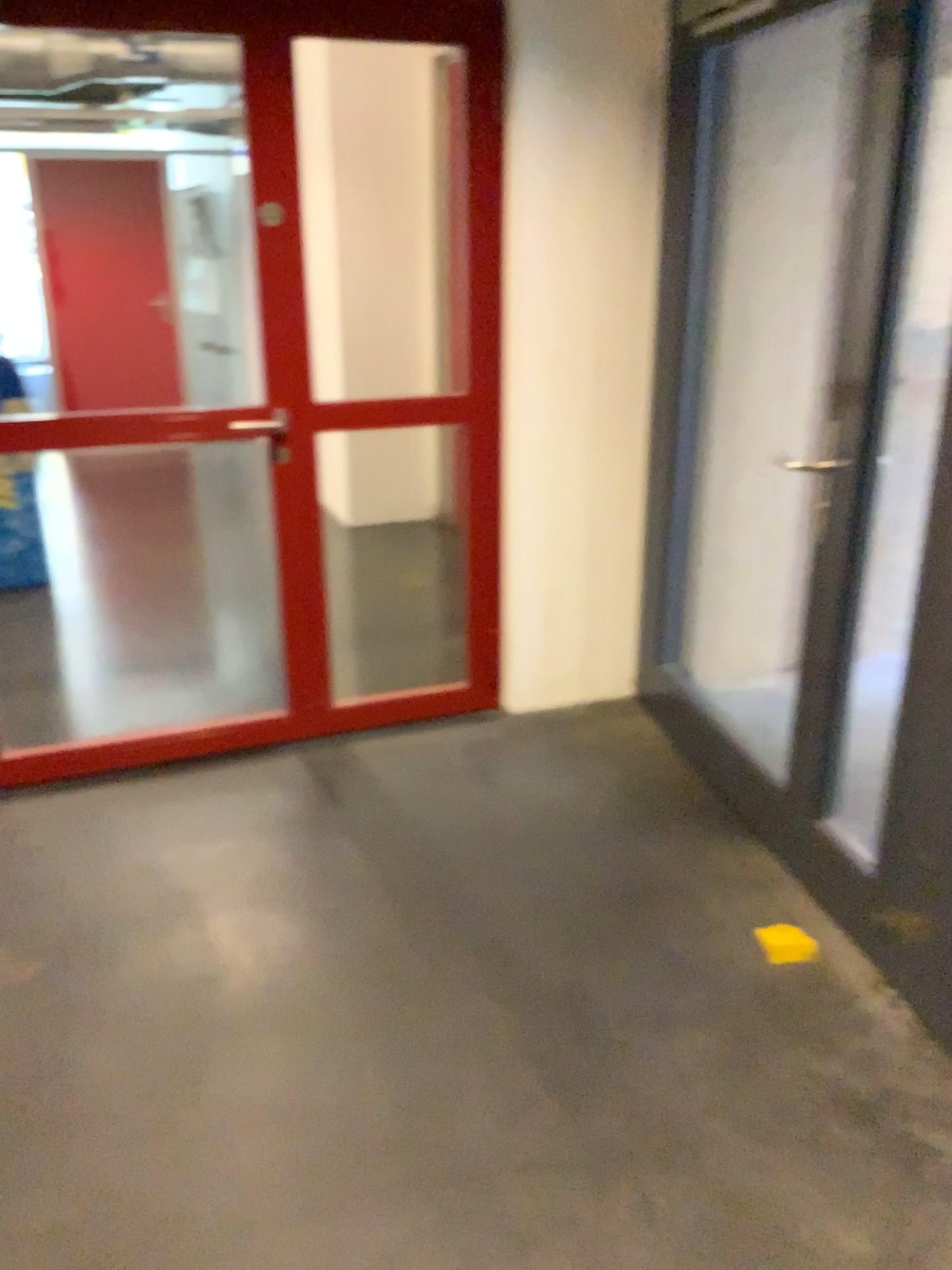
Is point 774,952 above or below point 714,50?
below

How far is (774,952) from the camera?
2.4 meters

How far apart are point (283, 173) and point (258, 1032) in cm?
219

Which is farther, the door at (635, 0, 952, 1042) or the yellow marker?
the door at (635, 0, 952, 1042)

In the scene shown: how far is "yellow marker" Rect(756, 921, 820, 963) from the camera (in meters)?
2.44

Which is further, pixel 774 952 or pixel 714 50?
pixel 714 50
